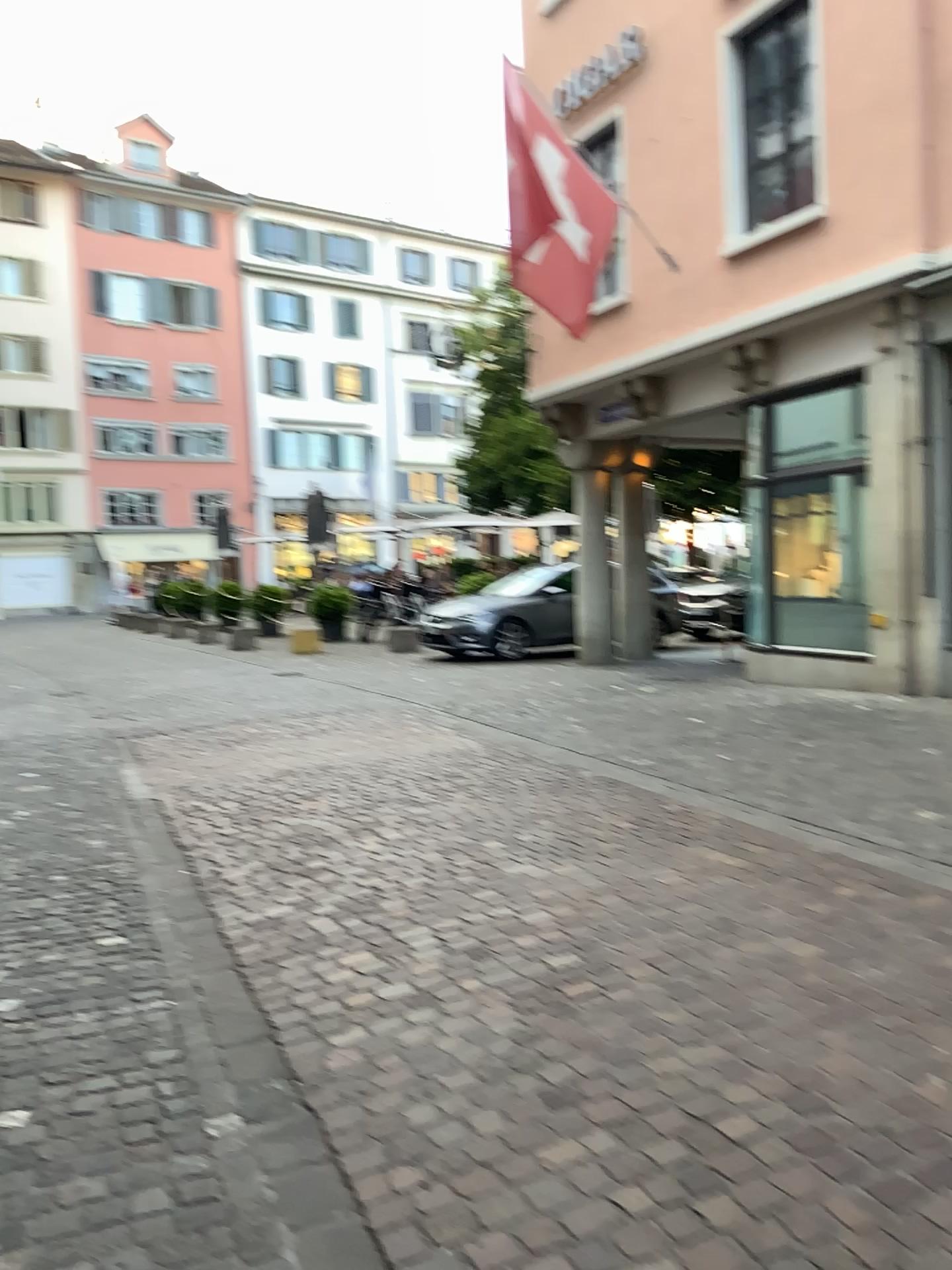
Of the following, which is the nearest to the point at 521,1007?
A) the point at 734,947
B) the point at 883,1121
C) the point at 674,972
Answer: the point at 674,972
